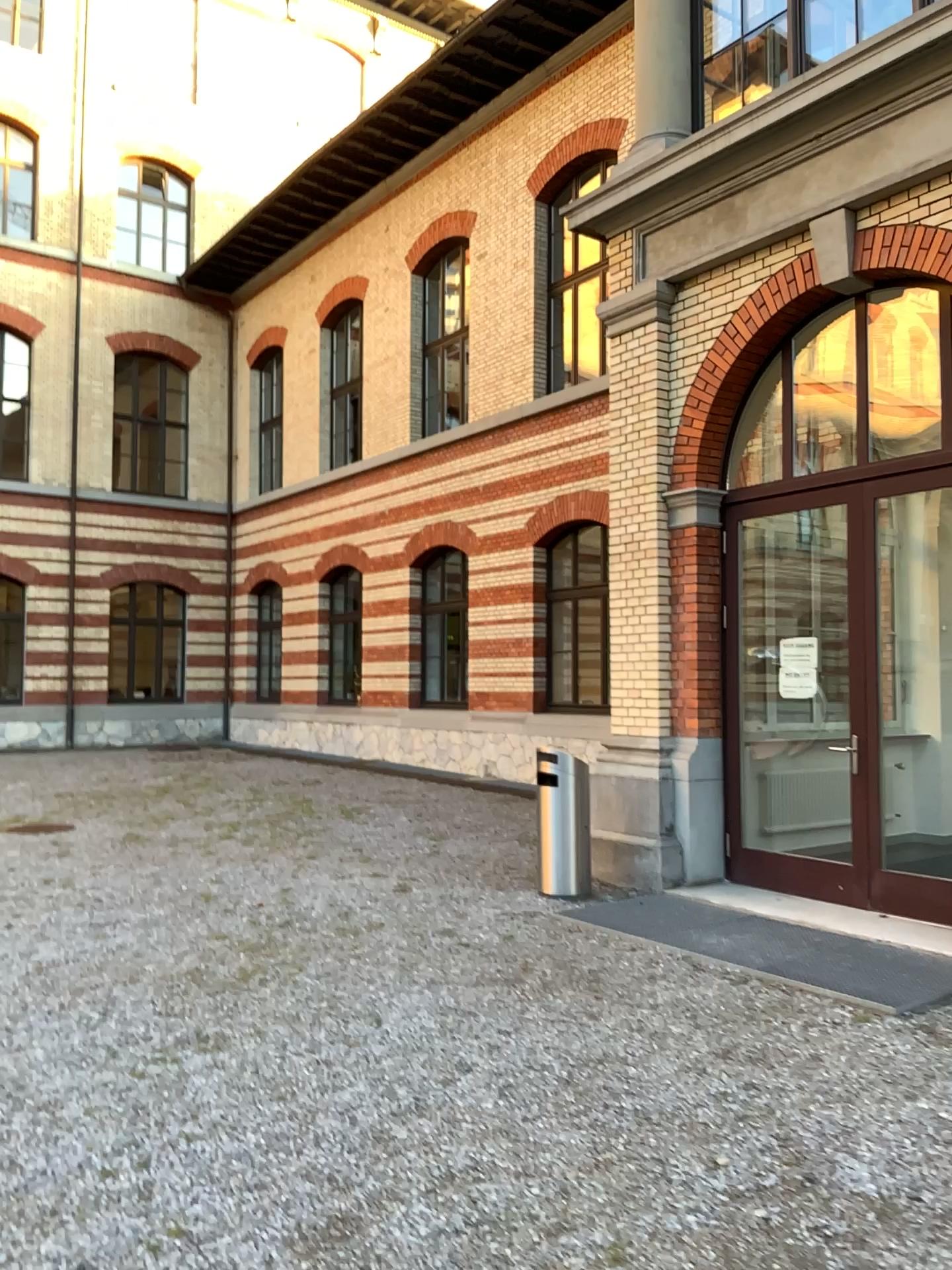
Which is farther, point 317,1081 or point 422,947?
point 422,947
